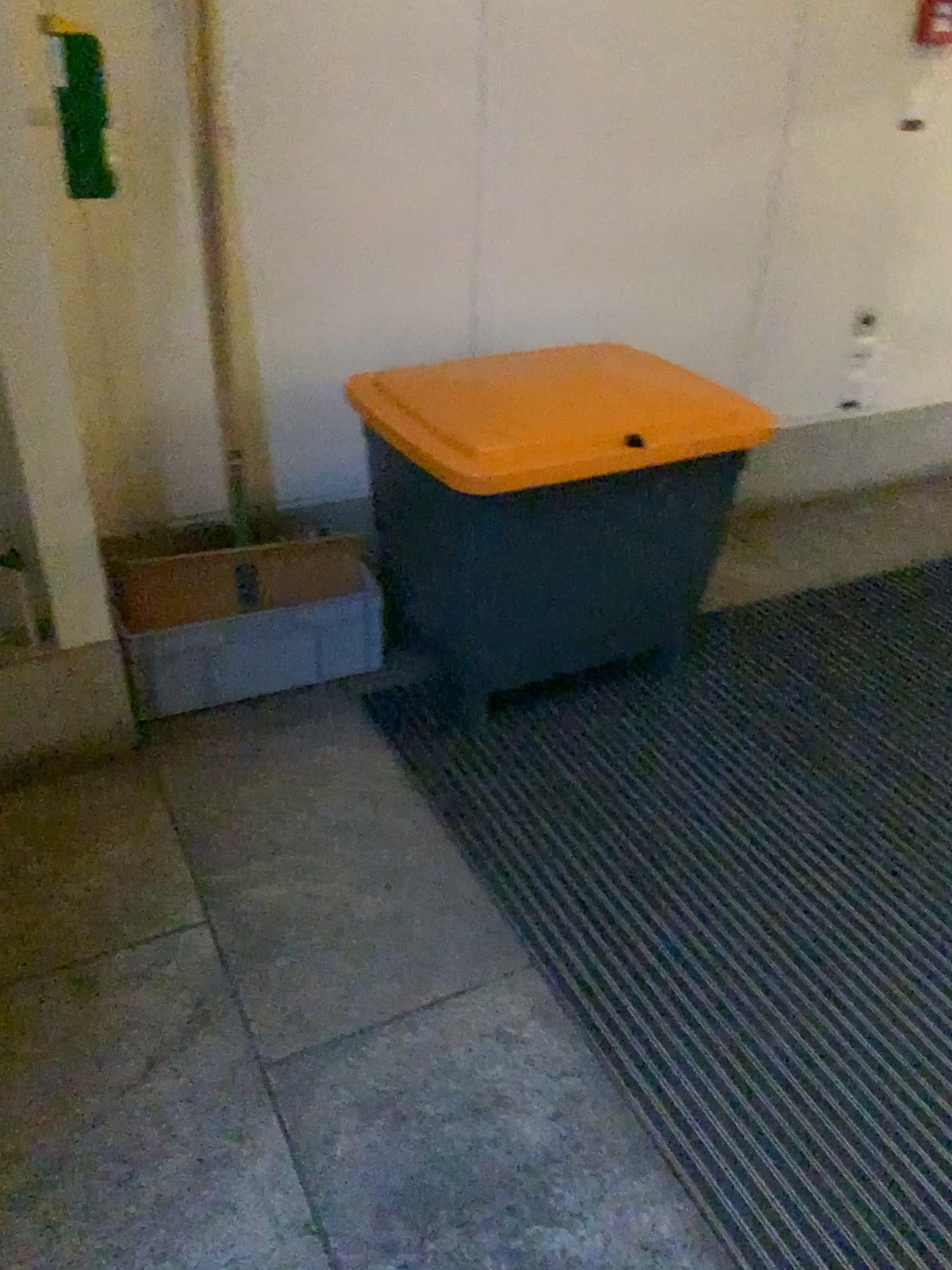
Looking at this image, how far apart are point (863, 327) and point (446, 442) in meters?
1.8 m

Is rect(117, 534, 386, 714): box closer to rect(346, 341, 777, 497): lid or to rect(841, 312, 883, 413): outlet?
rect(346, 341, 777, 497): lid

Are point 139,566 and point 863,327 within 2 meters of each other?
no

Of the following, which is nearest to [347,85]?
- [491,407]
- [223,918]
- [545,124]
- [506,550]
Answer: [545,124]

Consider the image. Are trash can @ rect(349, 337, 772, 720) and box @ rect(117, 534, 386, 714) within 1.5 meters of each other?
yes

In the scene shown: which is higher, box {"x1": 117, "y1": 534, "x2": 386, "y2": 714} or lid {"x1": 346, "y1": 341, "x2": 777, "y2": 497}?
lid {"x1": 346, "y1": 341, "x2": 777, "y2": 497}

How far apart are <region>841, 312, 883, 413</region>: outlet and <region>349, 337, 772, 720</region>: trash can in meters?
1.0

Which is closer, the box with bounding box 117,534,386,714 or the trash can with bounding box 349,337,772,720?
the trash can with bounding box 349,337,772,720

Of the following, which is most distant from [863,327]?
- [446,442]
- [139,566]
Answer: [139,566]

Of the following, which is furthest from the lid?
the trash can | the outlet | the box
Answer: the outlet
